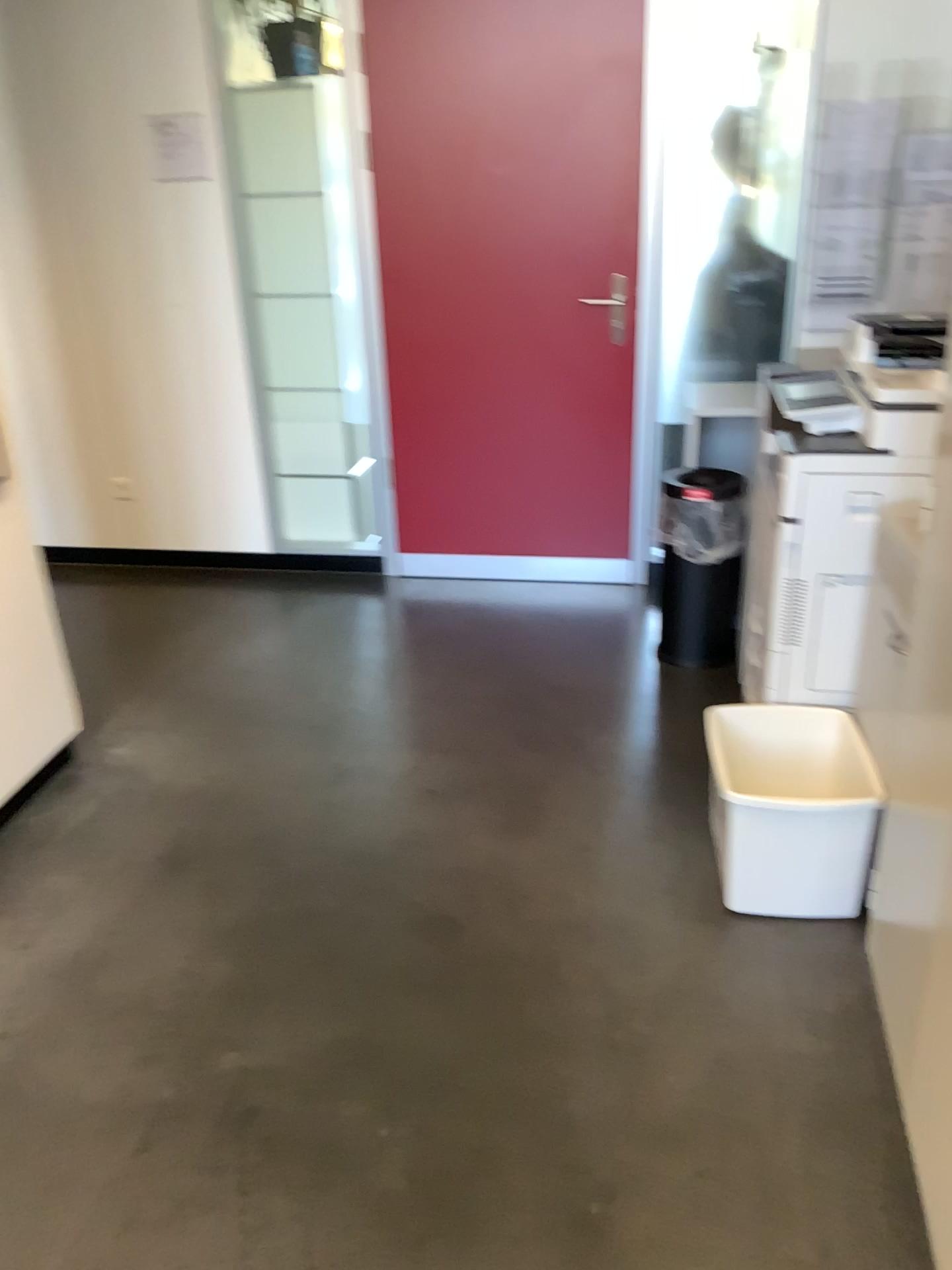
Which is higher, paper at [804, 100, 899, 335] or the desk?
paper at [804, 100, 899, 335]

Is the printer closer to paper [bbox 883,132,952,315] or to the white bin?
the white bin

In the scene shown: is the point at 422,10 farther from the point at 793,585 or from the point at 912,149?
the point at 793,585

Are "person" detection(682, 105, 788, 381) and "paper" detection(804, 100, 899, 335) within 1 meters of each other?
yes

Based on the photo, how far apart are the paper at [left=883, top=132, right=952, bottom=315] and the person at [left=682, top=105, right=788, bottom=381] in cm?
40

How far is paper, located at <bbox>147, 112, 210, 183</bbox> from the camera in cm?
379

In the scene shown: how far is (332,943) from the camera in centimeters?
229cm

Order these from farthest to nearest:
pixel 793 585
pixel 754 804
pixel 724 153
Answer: pixel 724 153 < pixel 793 585 < pixel 754 804

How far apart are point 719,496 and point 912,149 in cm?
128

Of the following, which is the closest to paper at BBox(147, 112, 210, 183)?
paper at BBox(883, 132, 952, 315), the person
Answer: the person
